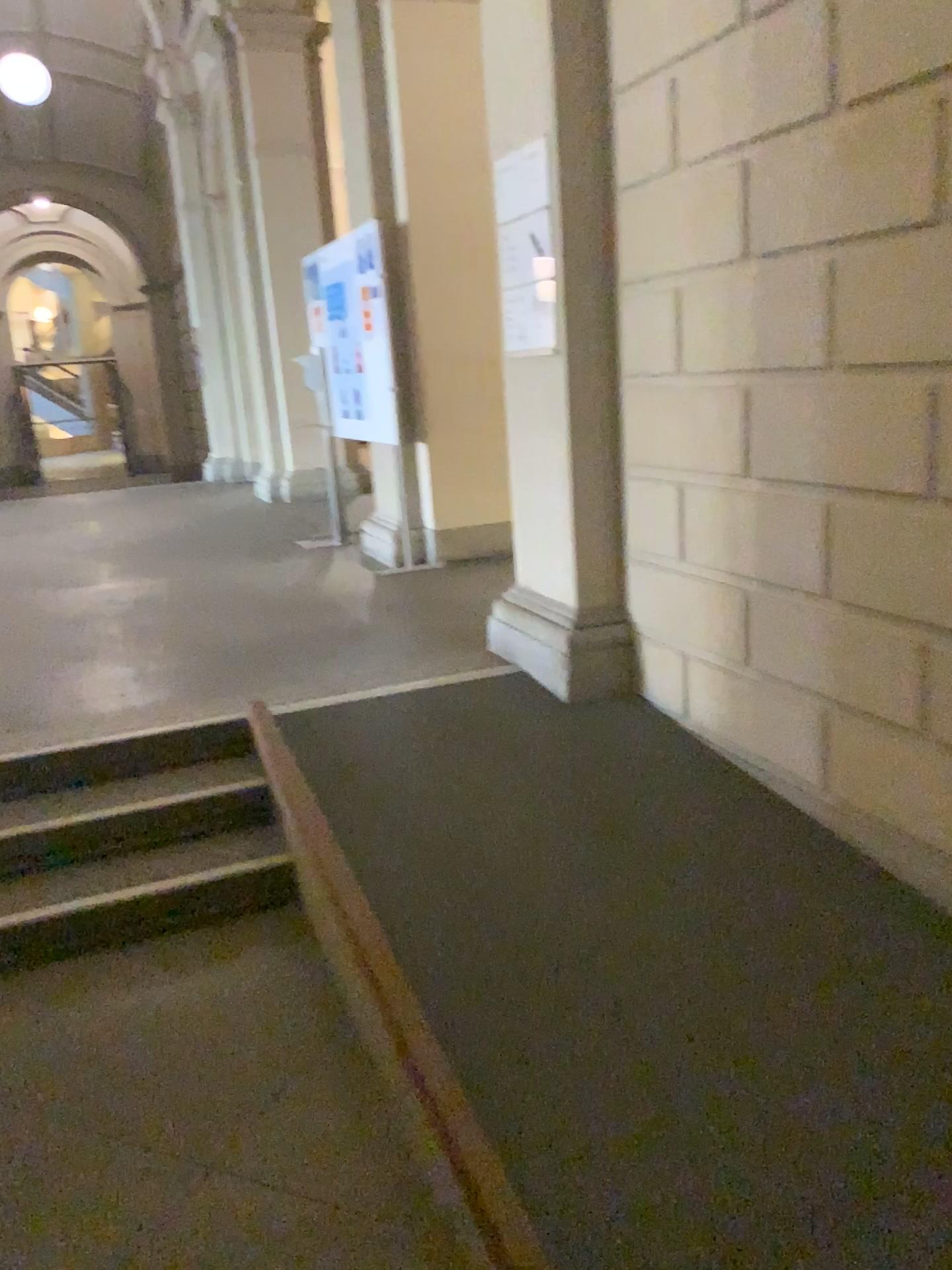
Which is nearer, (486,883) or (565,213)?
(486,883)

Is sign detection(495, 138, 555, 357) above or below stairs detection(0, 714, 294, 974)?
above

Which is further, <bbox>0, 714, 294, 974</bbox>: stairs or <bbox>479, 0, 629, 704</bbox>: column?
<bbox>479, 0, 629, 704</bbox>: column

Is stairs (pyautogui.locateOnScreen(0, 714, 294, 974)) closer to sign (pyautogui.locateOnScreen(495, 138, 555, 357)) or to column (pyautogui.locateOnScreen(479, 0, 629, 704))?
column (pyautogui.locateOnScreen(479, 0, 629, 704))

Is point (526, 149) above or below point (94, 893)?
above

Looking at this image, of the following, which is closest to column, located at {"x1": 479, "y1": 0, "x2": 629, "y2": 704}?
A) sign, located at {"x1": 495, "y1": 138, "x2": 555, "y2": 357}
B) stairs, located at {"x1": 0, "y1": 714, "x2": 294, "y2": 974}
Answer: sign, located at {"x1": 495, "y1": 138, "x2": 555, "y2": 357}

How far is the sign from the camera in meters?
3.7

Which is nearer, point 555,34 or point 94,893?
point 94,893

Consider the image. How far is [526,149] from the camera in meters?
3.7
